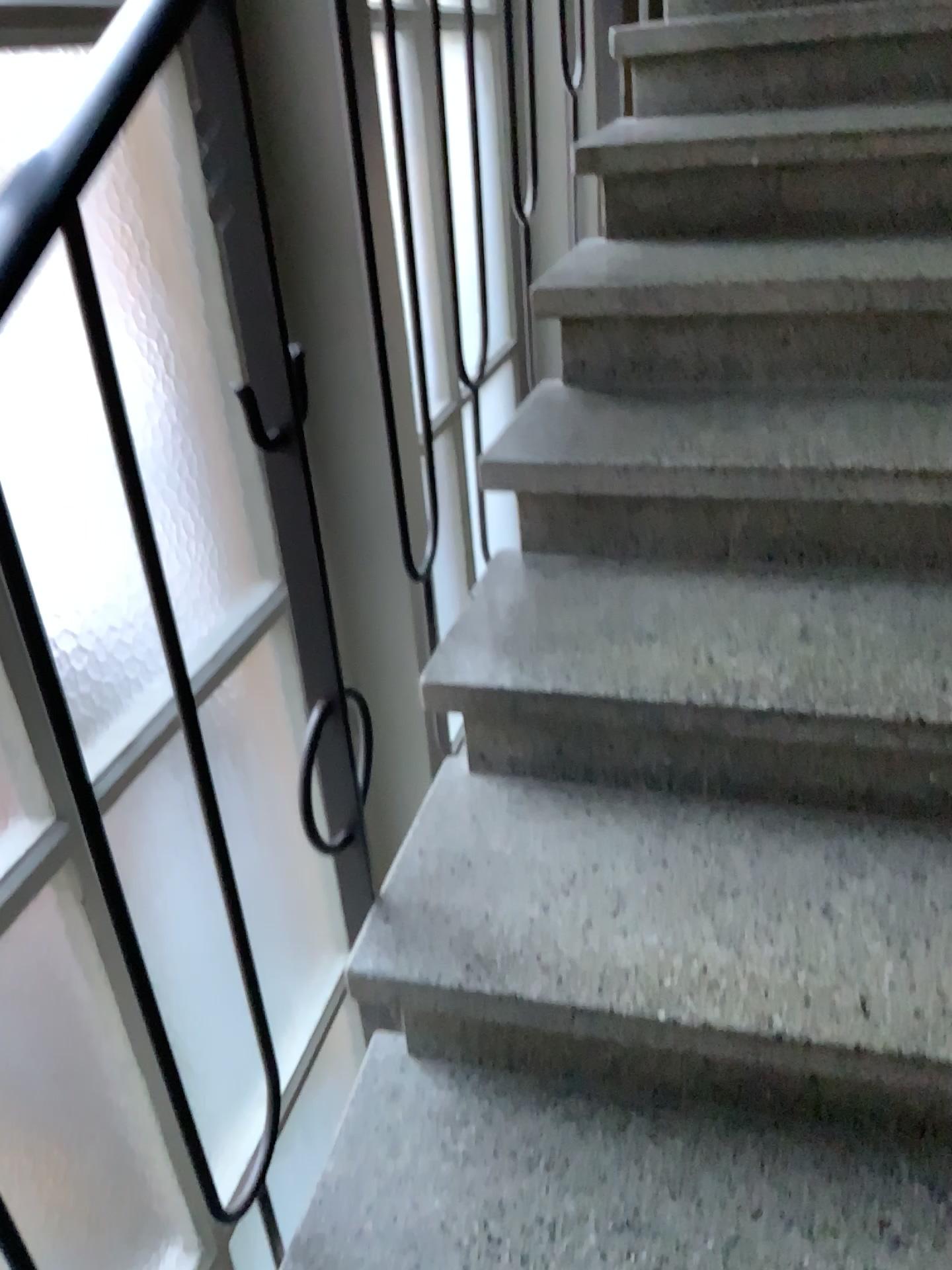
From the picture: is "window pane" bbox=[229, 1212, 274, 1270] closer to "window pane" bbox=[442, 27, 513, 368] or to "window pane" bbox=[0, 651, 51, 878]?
"window pane" bbox=[0, 651, 51, 878]

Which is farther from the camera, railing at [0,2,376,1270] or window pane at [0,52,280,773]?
window pane at [0,52,280,773]

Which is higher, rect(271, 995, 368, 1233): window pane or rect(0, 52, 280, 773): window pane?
rect(0, 52, 280, 773): window pane

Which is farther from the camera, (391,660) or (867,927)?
(391,660)

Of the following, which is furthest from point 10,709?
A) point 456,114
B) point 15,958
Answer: point 456,114

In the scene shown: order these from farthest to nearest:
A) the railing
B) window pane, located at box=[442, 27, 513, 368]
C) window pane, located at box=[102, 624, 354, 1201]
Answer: window pane, located at box=[442, 27, 513, 368] < window pane, located at box=[102, 624, 354, 1201] < the railing

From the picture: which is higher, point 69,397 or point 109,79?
point 109,79

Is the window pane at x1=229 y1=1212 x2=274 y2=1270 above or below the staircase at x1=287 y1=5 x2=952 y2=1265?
below

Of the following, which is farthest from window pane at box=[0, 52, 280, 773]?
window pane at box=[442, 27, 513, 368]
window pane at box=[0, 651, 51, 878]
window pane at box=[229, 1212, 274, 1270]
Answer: window pane at box=[442, 27, 513, 368]

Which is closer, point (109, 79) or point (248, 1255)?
point (109, 79)
